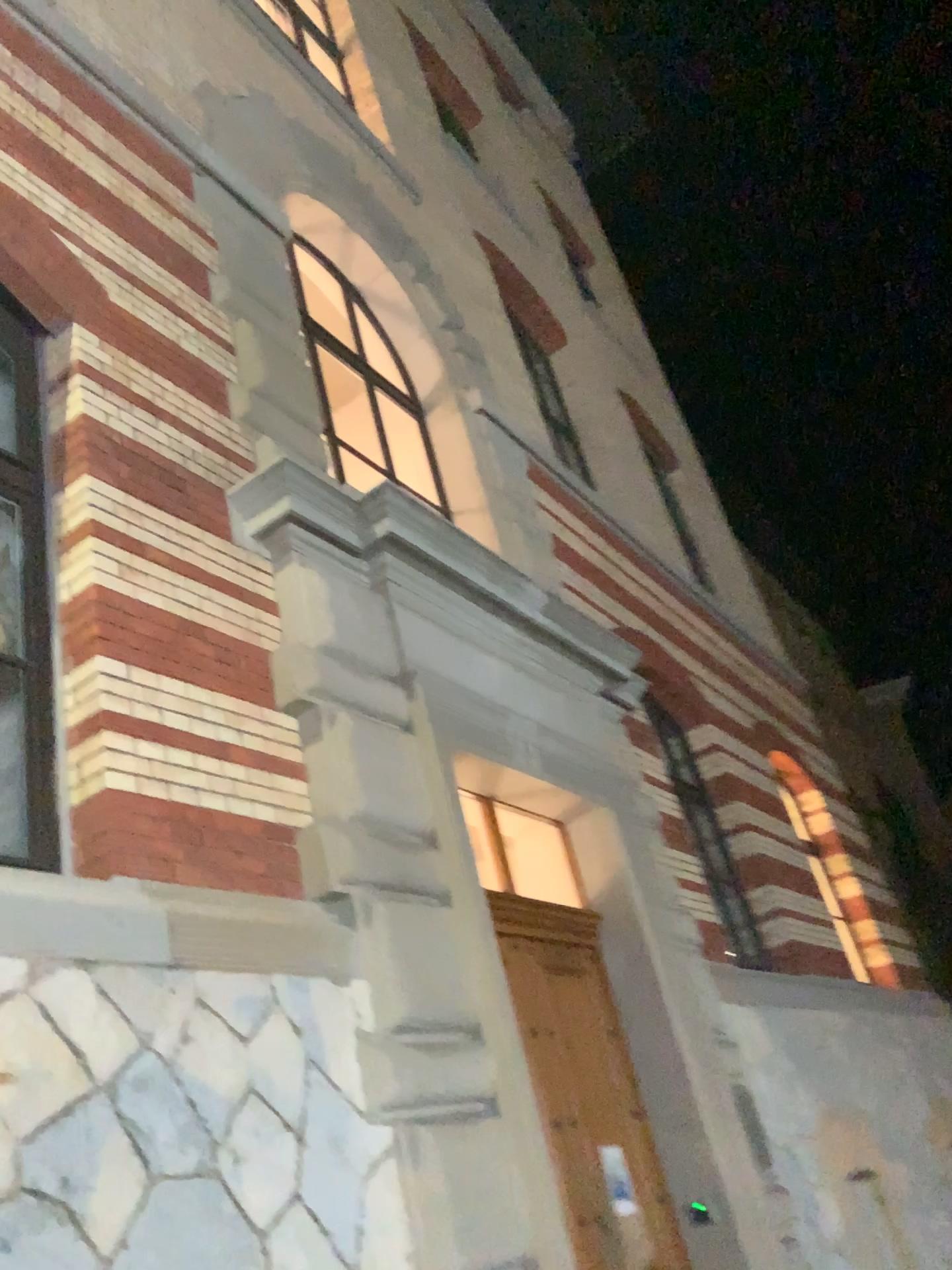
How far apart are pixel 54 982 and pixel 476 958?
1.85m
